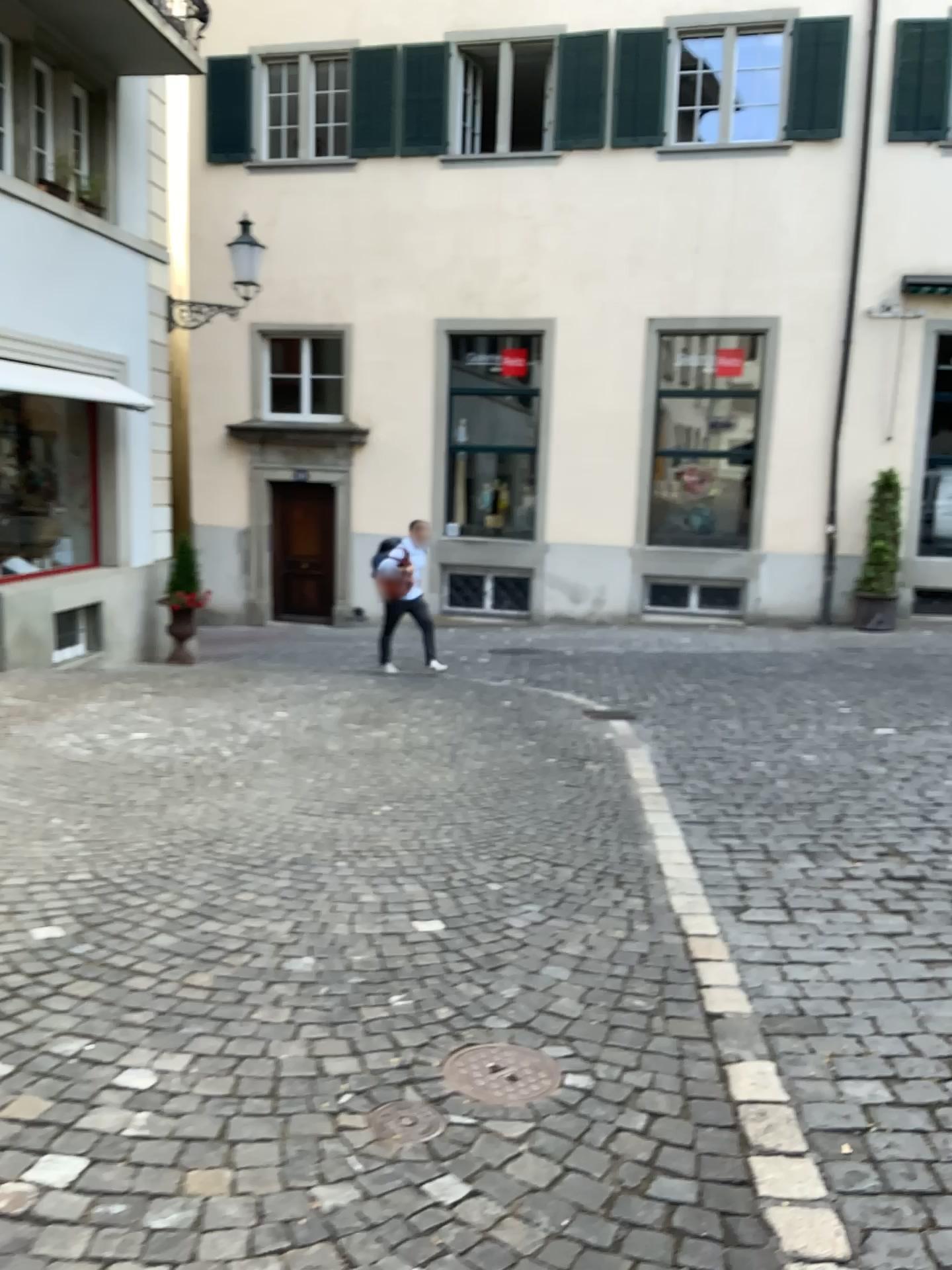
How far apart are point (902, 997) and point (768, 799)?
2.30m

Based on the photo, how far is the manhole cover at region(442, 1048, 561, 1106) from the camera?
2.6 meters

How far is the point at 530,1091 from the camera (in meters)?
2.62
